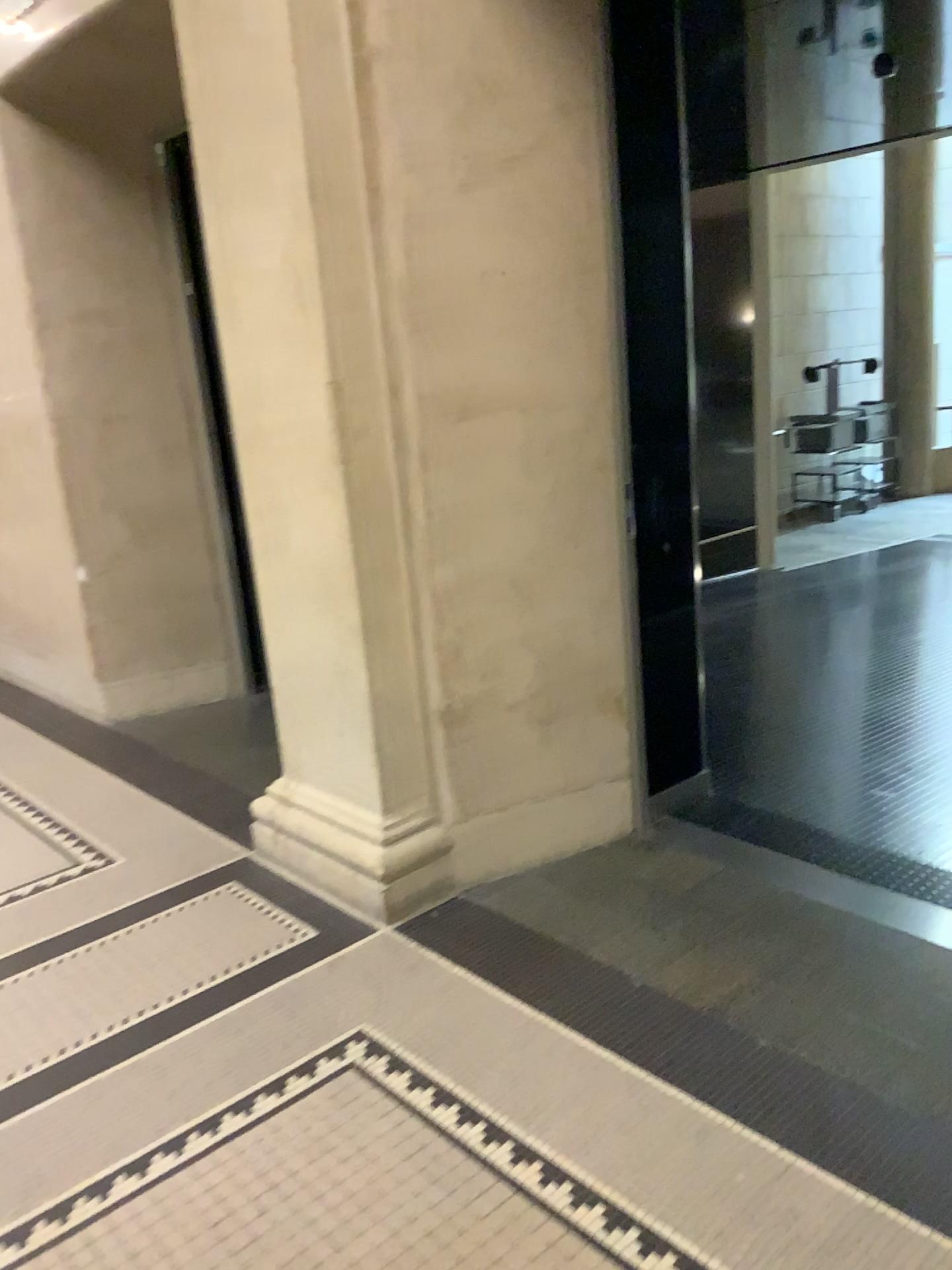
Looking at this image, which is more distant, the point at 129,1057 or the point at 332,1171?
the point at 129,1057
